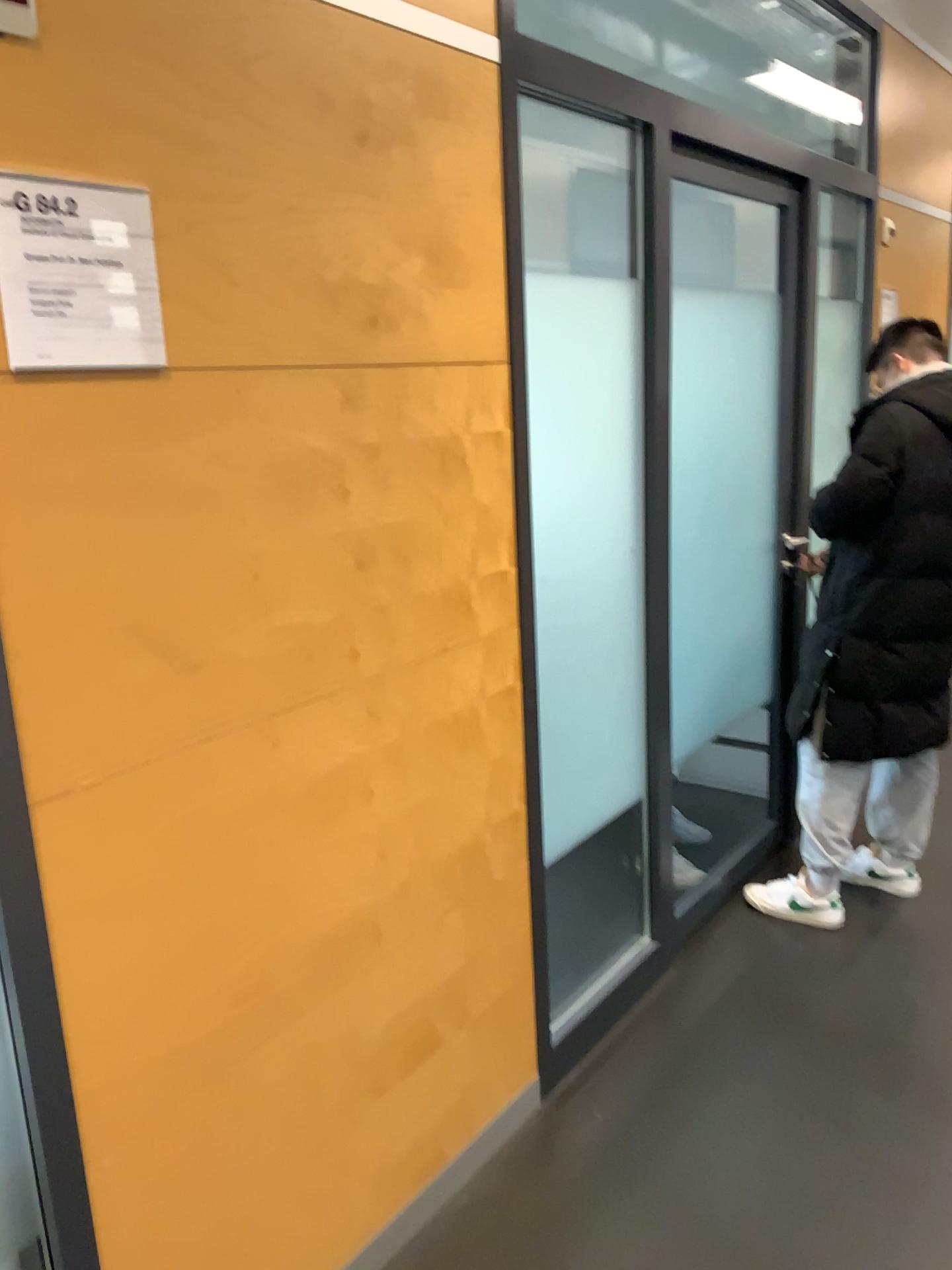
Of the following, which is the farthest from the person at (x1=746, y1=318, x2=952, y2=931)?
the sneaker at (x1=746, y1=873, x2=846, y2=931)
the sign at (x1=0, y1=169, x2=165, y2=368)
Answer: the sign at (x1=0, y1=169, x2=165, y2=368)

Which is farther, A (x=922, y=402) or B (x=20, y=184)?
A (x=922, y=402)

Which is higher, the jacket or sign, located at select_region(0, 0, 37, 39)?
sign, located at select_region(0, 0, 37, 39)

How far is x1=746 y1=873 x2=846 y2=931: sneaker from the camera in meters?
2.9 m

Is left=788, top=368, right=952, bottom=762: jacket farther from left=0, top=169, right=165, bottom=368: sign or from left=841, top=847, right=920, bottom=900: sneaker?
left=0, top=169, right=165, bottom=368: sign

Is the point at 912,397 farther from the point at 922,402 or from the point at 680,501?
the point at 680,501

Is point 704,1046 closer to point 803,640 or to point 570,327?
point 803,640

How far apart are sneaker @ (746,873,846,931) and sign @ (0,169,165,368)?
2.32m

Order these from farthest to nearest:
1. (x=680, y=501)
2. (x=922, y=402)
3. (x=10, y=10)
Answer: (x=680, y=501) → (x=922, y=402) → (x=10, y=10)

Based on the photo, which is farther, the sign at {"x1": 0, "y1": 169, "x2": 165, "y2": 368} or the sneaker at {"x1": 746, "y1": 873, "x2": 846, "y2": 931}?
the sneaker at {"x1": 746, "y1": 873, "x2": 846, "y2": 931}
